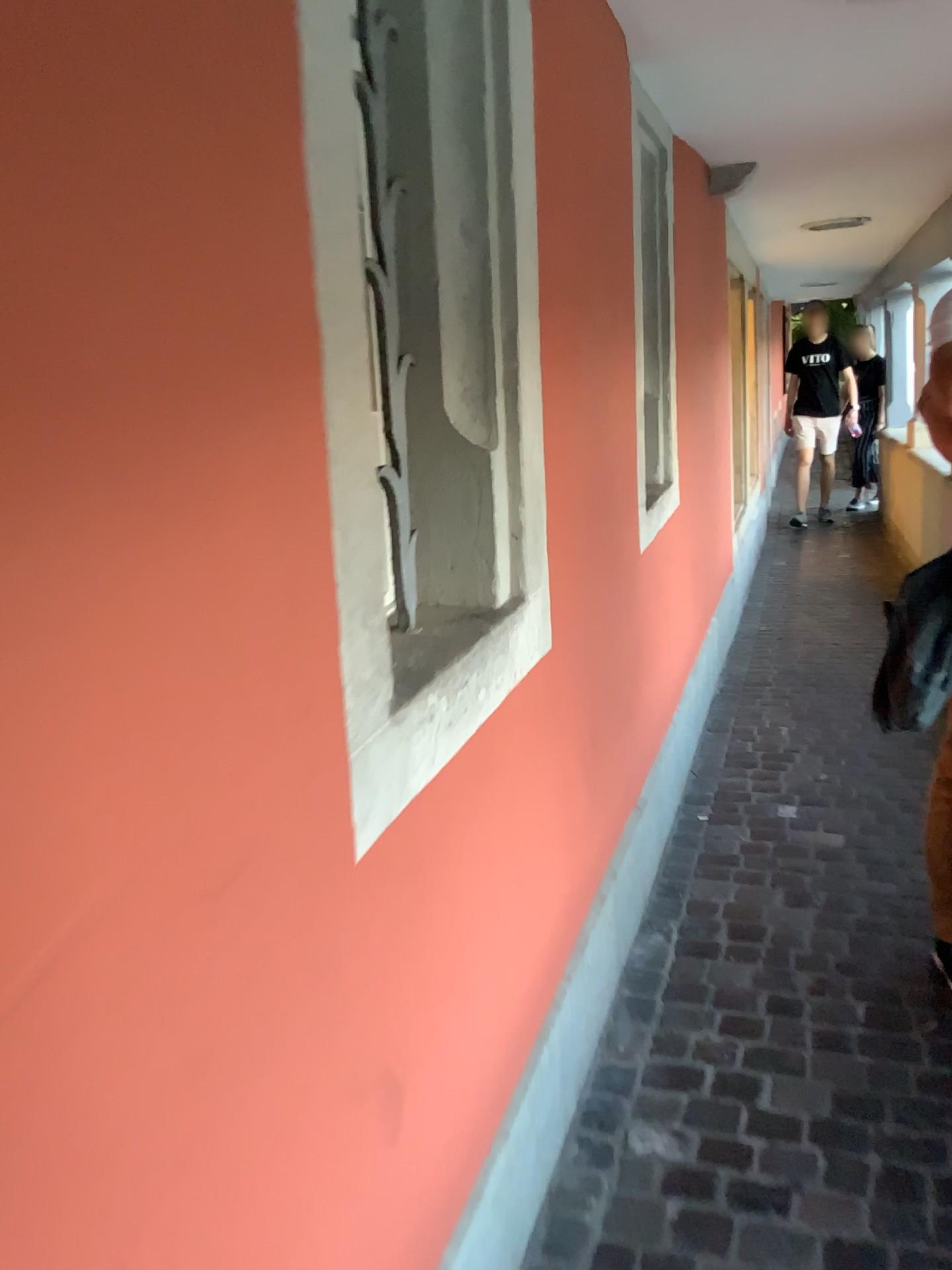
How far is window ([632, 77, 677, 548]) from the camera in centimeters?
308cm

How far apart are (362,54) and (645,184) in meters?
1.8 m

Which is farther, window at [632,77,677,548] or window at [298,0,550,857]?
window at [632,77,677,548]

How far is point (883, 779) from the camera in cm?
343

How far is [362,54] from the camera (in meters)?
1.50

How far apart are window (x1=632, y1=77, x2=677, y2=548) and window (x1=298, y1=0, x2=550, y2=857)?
1.33m

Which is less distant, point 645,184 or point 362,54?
point 362,54

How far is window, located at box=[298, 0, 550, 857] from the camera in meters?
1.5 m
